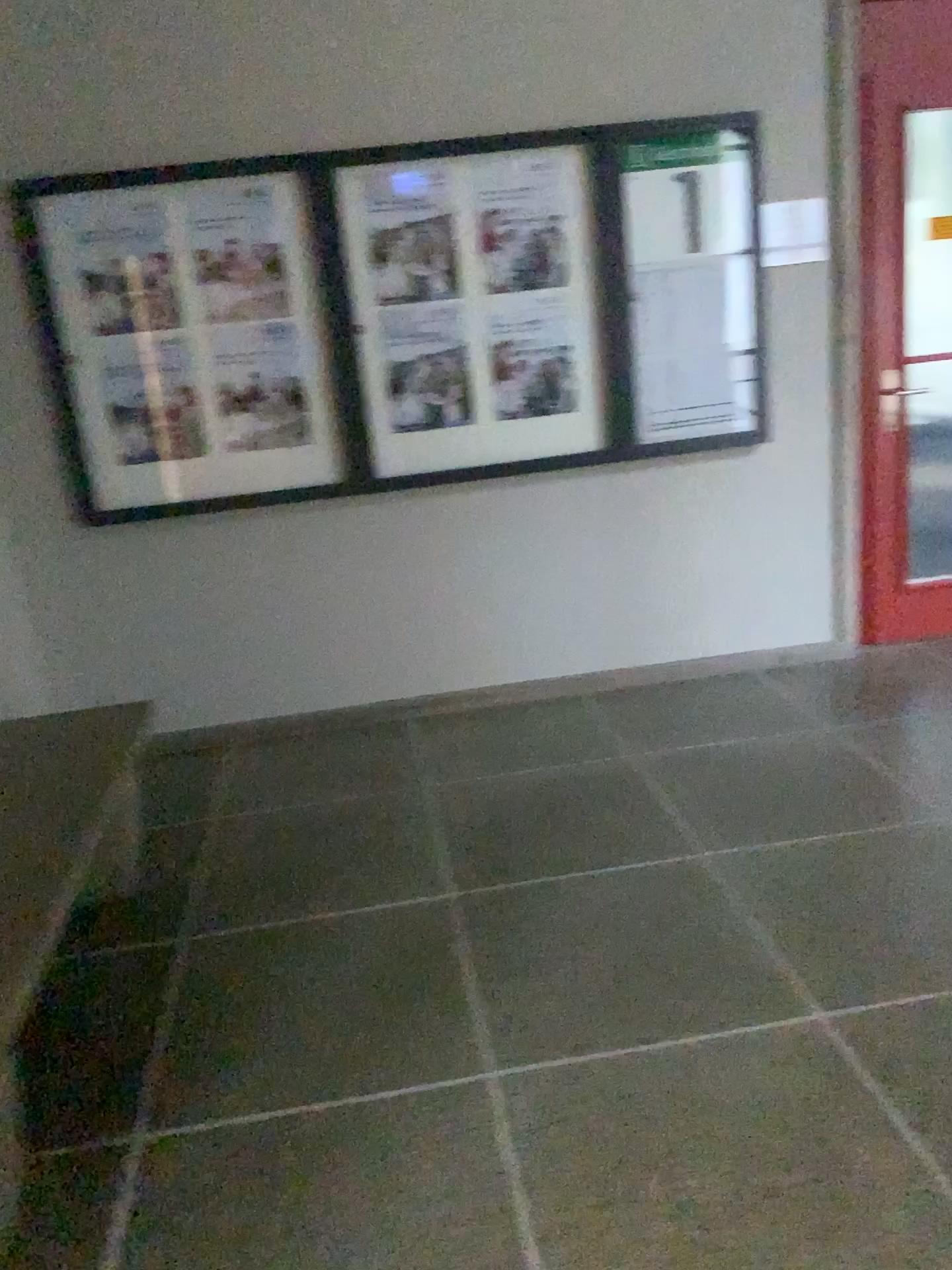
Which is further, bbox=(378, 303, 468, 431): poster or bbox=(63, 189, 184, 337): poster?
bbox=(378, 303, 468, 431): poster

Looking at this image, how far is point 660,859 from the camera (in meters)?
2.79

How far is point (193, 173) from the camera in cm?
346

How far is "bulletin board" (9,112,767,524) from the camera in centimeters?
350cm

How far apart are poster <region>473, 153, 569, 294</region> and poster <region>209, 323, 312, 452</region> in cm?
72

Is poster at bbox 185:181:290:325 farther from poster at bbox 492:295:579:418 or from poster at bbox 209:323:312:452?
poster at bbox 492:295:579:418

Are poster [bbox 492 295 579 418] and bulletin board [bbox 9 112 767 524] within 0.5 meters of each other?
yes

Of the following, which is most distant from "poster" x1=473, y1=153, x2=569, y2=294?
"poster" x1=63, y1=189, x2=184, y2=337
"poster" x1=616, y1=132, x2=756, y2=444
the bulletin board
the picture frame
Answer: "poster" x1=63, y1=189, x2=184, y2=337

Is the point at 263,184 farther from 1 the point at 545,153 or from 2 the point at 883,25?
2 the point at 883,25

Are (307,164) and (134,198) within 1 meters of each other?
yes
